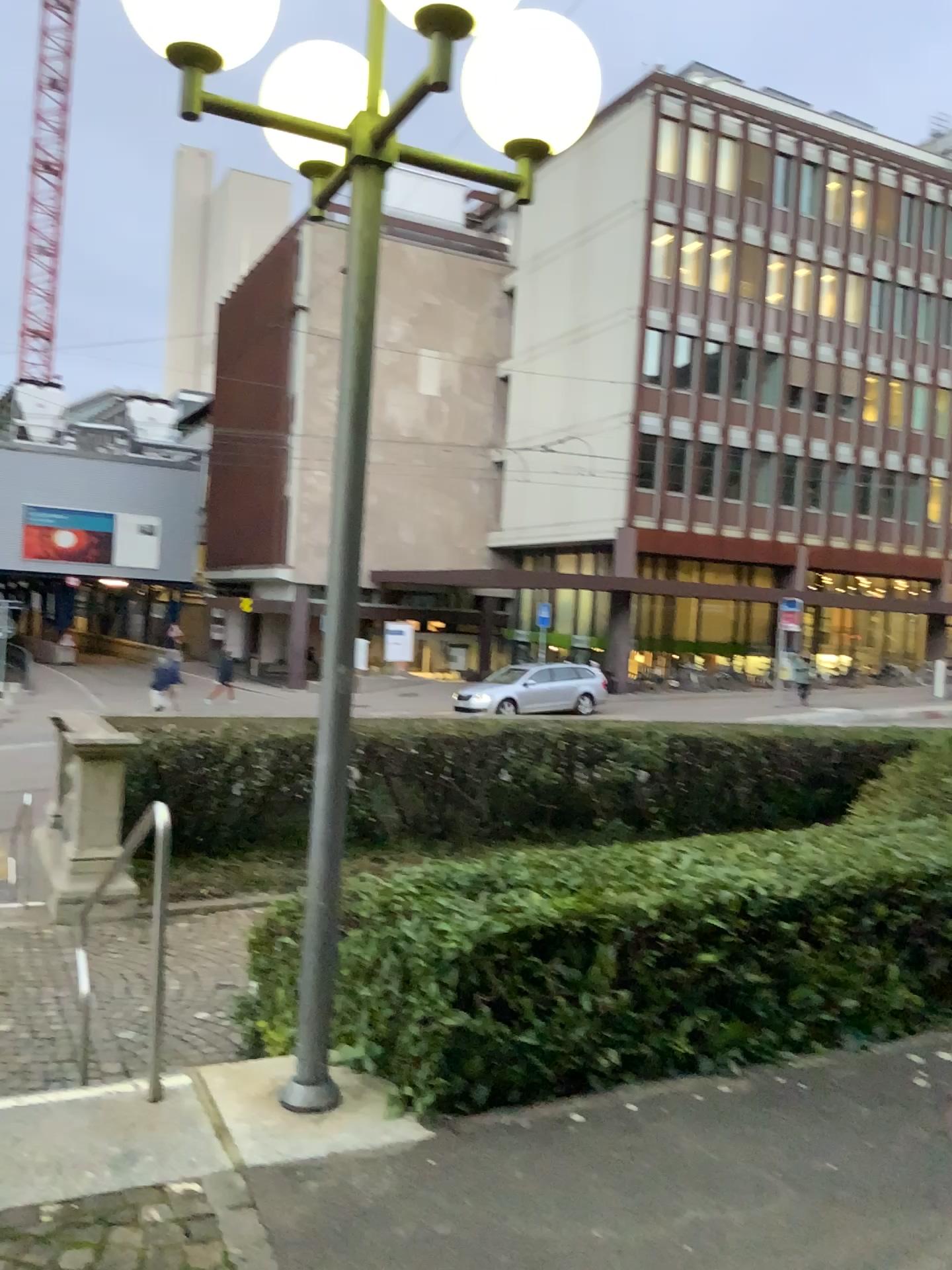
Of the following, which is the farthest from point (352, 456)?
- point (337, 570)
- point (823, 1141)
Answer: point (823, 1141)
